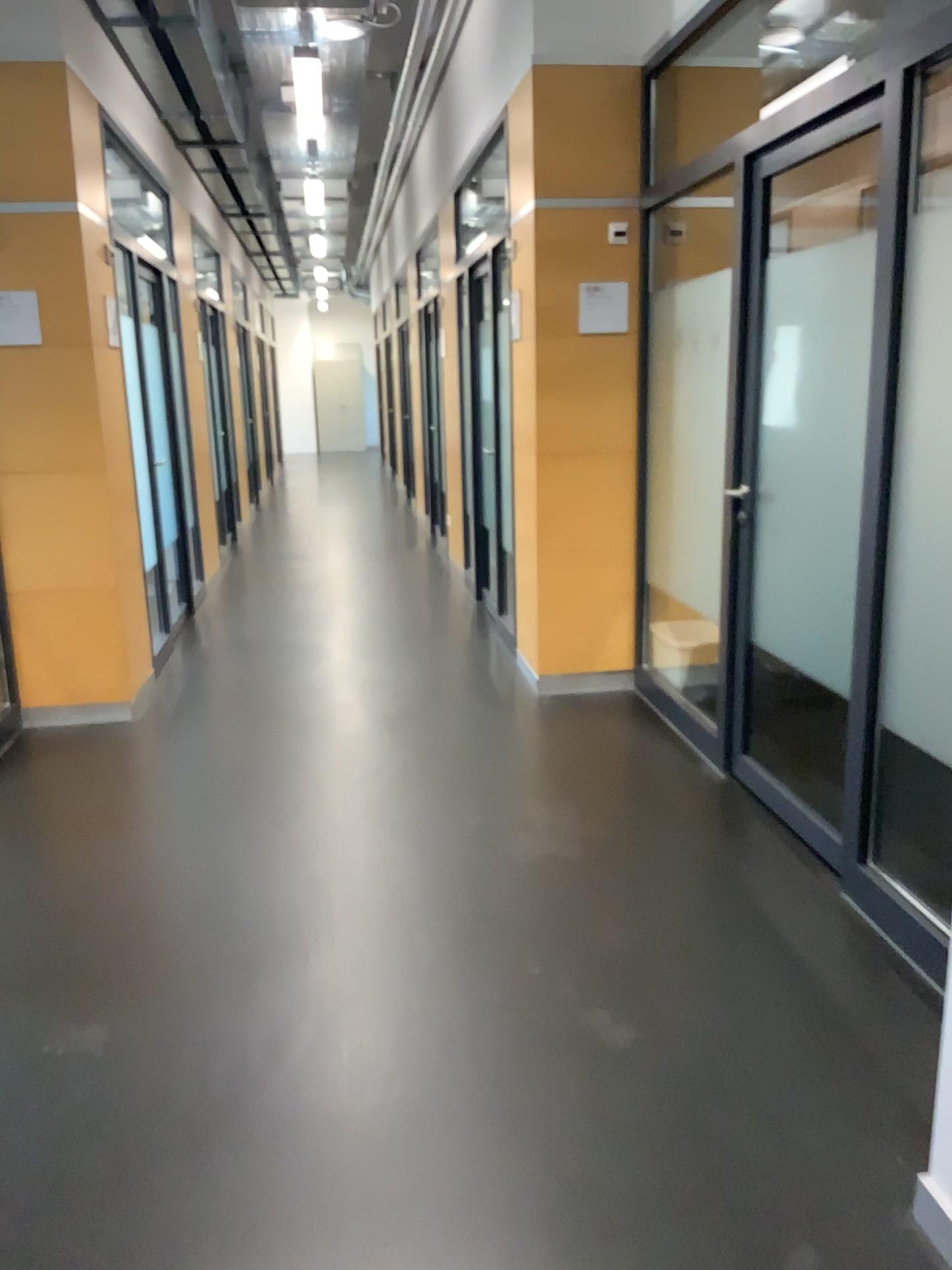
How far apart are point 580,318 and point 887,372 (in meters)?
2.18
